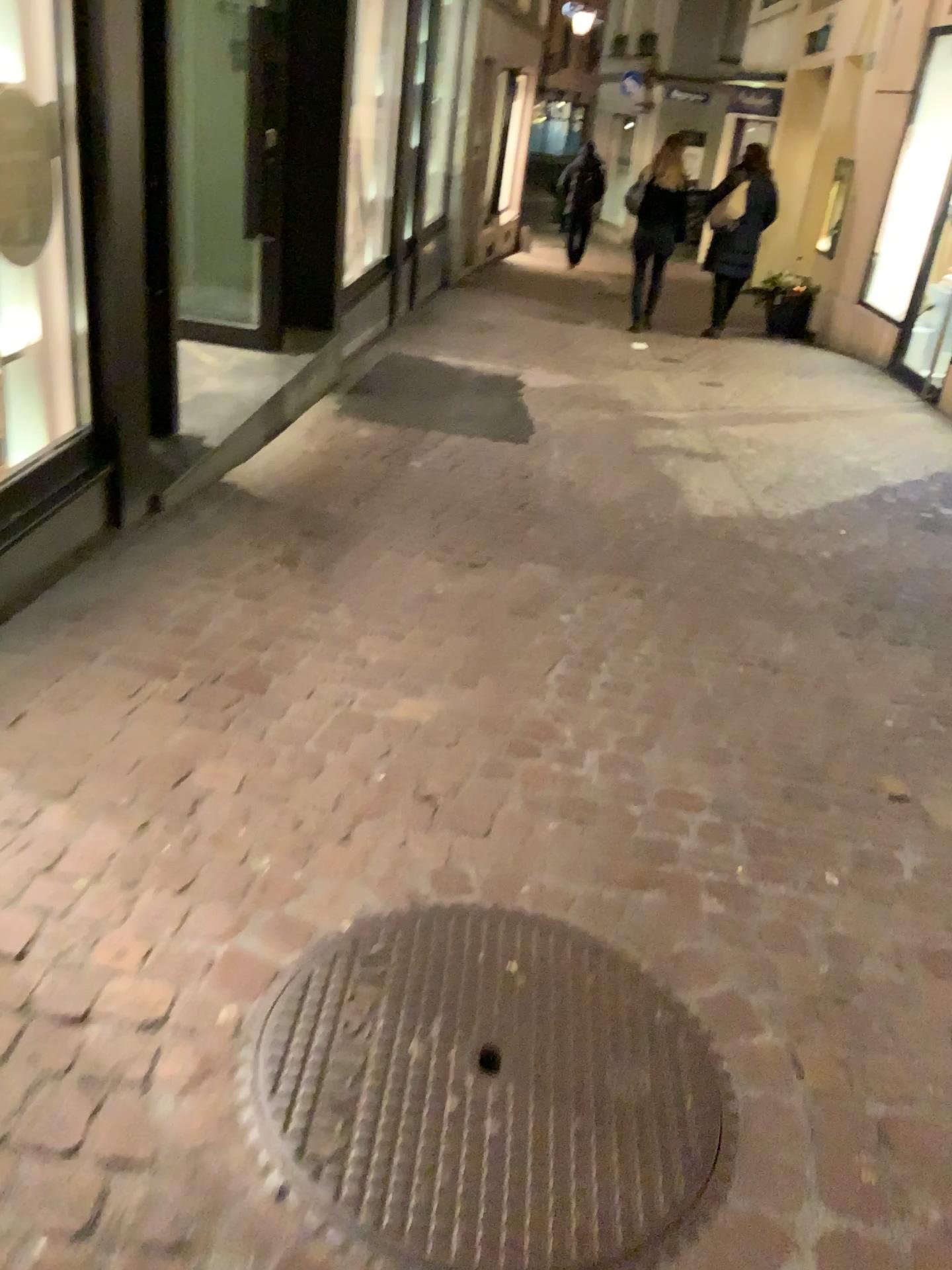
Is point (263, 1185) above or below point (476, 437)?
above

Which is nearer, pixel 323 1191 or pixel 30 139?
pixel 323 1191

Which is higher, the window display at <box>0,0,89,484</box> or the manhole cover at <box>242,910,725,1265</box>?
the window display at <box>0,0,89,484</box>

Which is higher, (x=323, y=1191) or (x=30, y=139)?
(x=30, y=139)

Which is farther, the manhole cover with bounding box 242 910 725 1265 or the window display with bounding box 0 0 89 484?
the window display with bounding box 0 0 89 484
